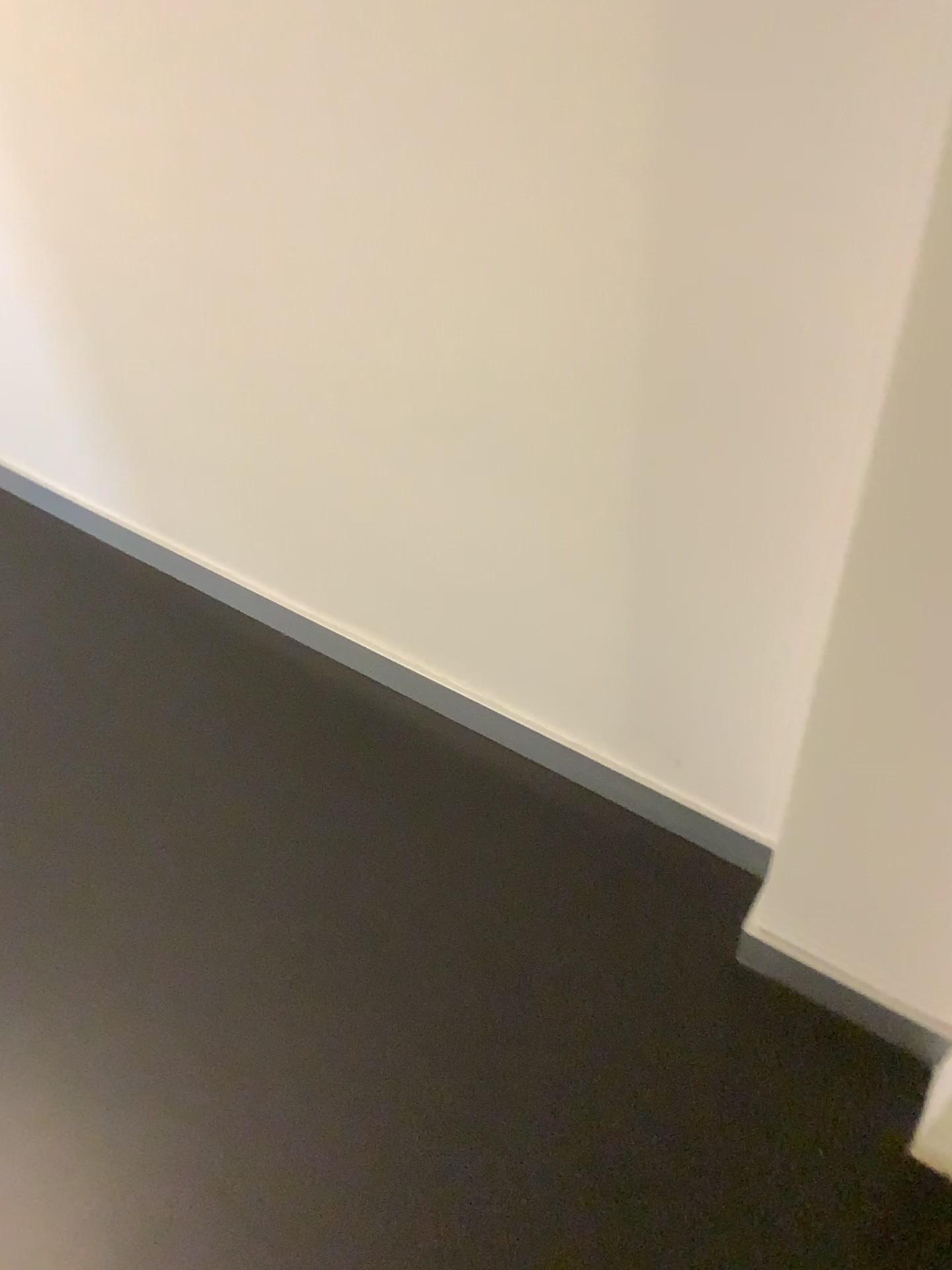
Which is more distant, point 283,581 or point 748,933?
point 283,581

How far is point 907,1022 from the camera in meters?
1.2

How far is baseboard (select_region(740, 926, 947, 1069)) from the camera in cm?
123
